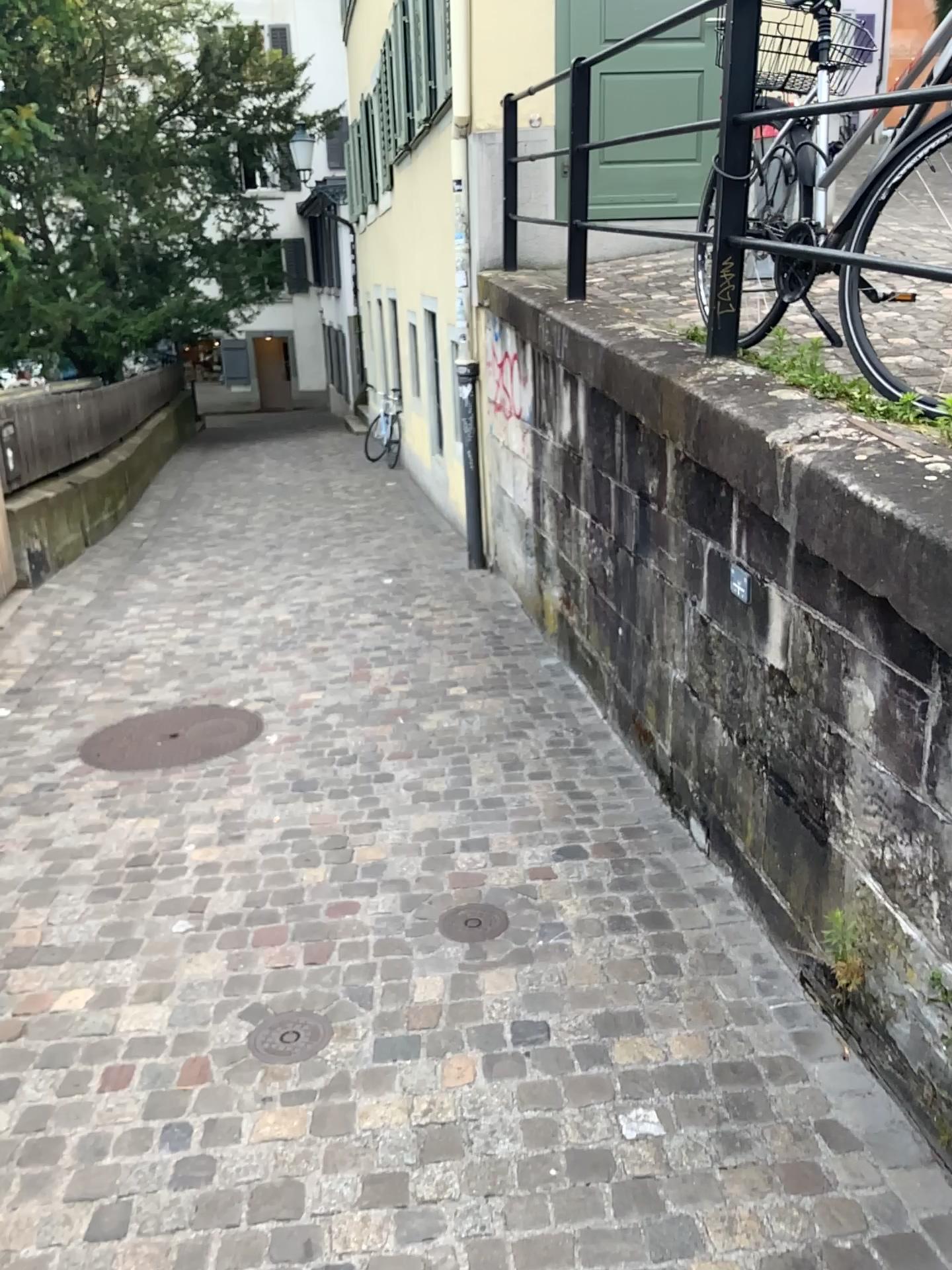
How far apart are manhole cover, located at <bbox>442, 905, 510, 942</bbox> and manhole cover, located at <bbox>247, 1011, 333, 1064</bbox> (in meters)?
0.46

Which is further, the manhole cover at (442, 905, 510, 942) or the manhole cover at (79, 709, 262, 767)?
the manhole cover at (79, 709, 262, 767)

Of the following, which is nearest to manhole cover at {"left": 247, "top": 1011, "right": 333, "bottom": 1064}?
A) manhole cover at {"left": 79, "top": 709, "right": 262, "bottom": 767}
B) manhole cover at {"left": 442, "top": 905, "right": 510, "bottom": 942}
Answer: manhole cover at {"left": 442, "top": 905, "right": 510, "bottom": 942}

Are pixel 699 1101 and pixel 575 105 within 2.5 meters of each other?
no

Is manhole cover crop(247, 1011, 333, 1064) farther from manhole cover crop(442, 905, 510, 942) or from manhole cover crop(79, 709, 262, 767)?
manhole cover crop(79, 709, 262, 767)

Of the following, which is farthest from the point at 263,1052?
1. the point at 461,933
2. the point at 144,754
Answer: the point at 144,754

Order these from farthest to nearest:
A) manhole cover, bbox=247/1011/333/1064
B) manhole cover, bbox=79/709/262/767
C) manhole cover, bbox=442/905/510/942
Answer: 1. manhole cover, bbox=79/709/262/767
2. manhole cover, bbox=442/905/510/942
3. manhole cover, bbox=247/1011/333/1064

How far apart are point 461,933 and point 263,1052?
0.6 meters

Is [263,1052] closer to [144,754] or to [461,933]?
[461,933]

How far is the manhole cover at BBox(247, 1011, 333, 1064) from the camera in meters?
2.4
